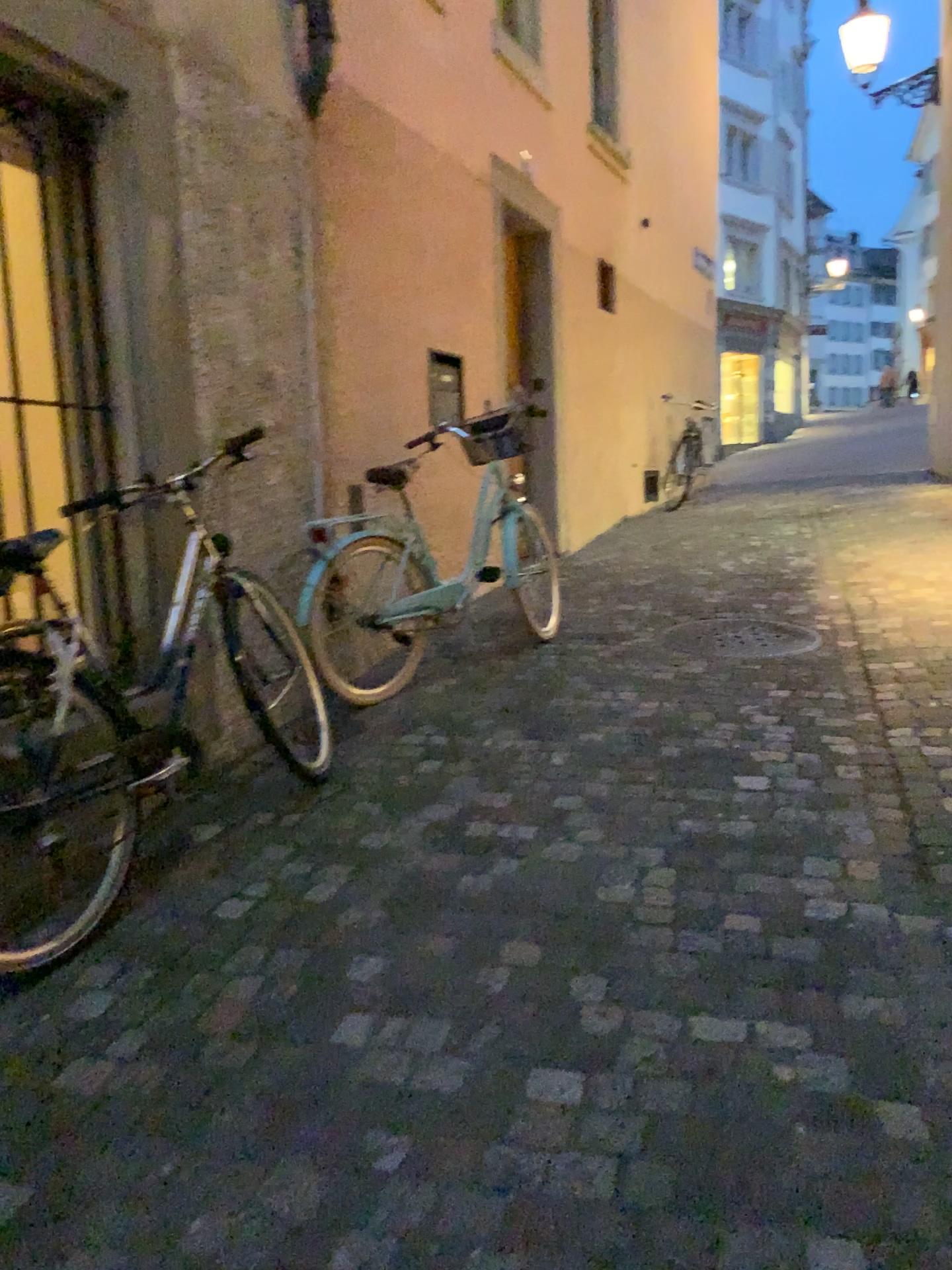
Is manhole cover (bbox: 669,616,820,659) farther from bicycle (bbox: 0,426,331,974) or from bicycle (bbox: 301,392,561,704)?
bicycle (bbox: 0,426,331,974)

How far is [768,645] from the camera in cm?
452

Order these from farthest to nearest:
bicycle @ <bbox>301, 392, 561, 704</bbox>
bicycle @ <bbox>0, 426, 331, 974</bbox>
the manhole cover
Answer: the manhole cover
bicycle @ <bbox>301, 392, 561, 704</bbox>
bicycle @ <bbox>0, 426, 331, 974</bbox>

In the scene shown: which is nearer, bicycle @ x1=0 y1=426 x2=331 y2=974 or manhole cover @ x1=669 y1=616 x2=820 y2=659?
bicycle @ x1=0 y1=426 x2=331 y2=974

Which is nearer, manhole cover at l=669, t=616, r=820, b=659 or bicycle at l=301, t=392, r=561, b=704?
bicycle at l=301, t=392, r=561, b=704

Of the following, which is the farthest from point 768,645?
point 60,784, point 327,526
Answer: point 60,784

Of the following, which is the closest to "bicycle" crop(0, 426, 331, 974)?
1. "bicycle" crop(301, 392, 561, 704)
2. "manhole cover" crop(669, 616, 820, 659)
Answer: "bicycle" crop(301, 392, 561, 704)

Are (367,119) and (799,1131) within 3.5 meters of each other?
no

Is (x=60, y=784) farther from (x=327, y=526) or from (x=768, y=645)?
(x=768, y=645)

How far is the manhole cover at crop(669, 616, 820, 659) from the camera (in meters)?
4.52
